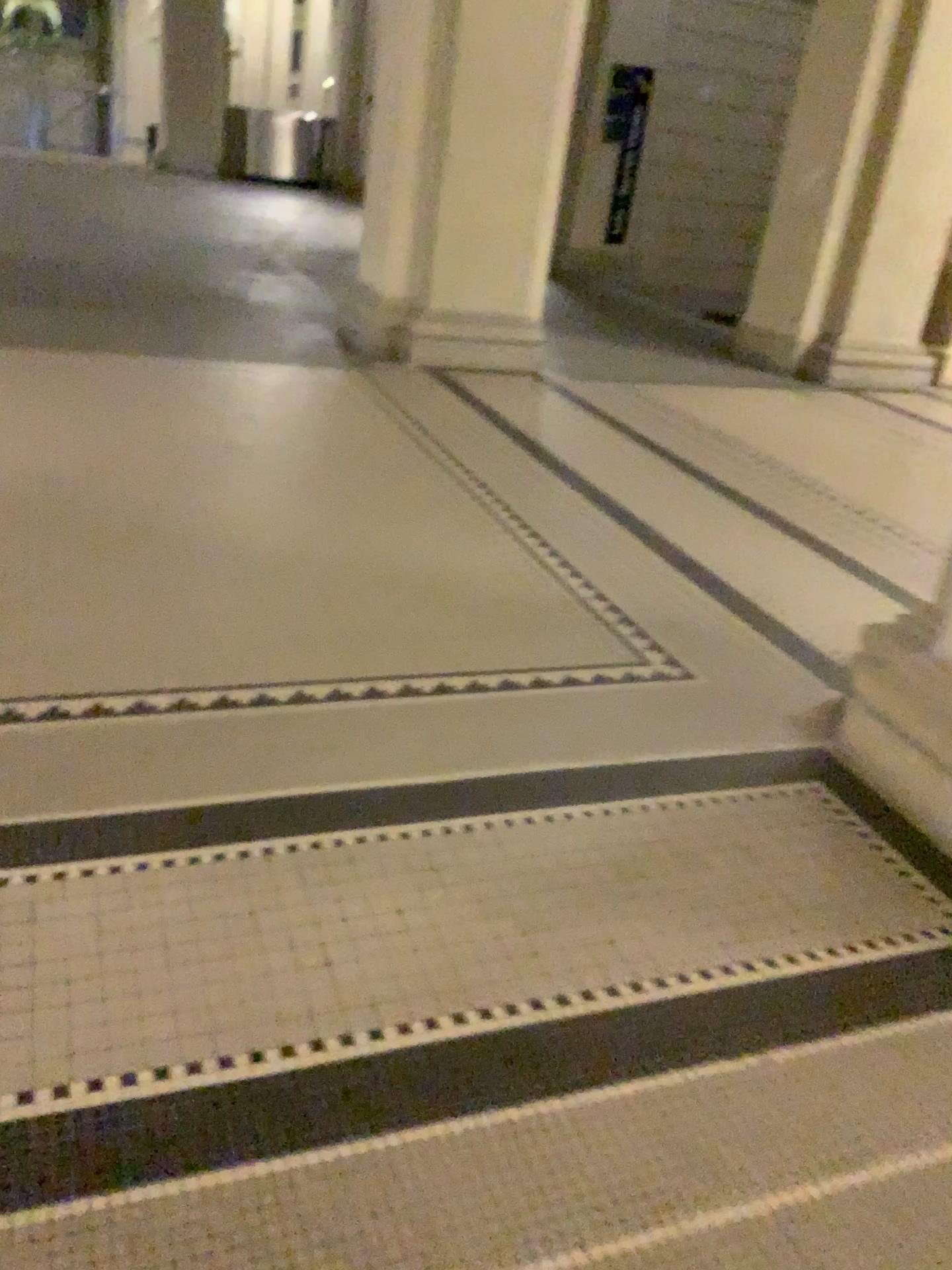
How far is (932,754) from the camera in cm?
207

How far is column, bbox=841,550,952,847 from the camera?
2.1 meters

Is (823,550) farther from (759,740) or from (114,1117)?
(114,1117)
